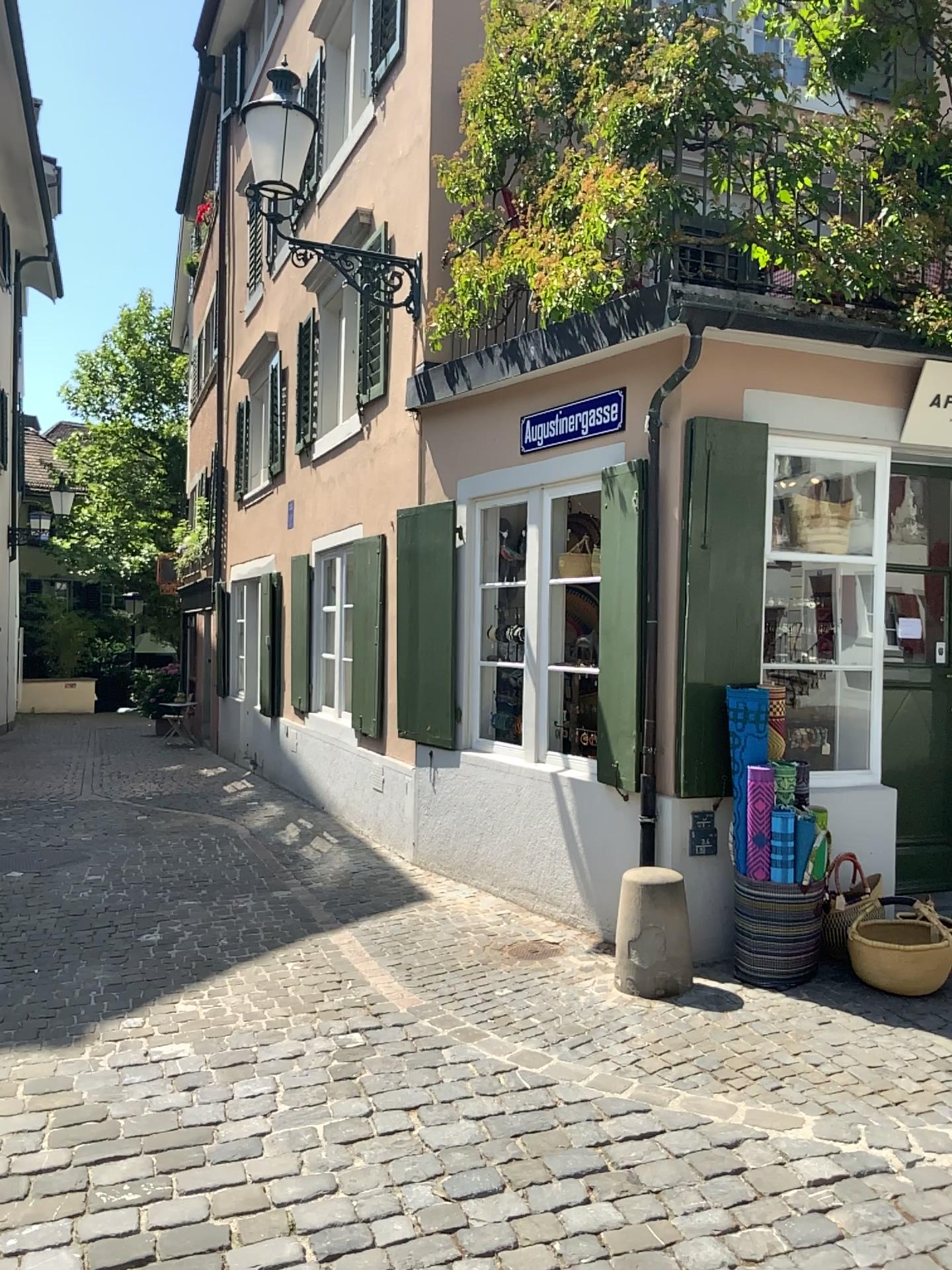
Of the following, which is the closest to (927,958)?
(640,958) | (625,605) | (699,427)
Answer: (640,958)

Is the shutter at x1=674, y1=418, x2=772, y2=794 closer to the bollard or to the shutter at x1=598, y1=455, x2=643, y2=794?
the shutter at x1=598, y1=455, x2=643, y2=794

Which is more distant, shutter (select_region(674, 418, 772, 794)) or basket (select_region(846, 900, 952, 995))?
shutter (select_region(674, 418, 772, 794))

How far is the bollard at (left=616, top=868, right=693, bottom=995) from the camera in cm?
435

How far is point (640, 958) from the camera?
4.35m

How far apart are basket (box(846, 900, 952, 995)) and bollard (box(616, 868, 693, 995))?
0.7 meters

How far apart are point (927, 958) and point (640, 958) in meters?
1.1

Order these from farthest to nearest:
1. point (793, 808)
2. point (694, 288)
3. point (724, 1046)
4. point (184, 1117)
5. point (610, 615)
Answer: point (610, 615), point (694, 288), point (793, 808), point (724, 1046), point (184, 1117)

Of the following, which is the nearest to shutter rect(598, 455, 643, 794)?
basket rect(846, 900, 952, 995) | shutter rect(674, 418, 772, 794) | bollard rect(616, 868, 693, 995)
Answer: shutter rect(674, 418, 772, 794)

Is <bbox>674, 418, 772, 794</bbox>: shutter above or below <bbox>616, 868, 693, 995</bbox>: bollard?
above
